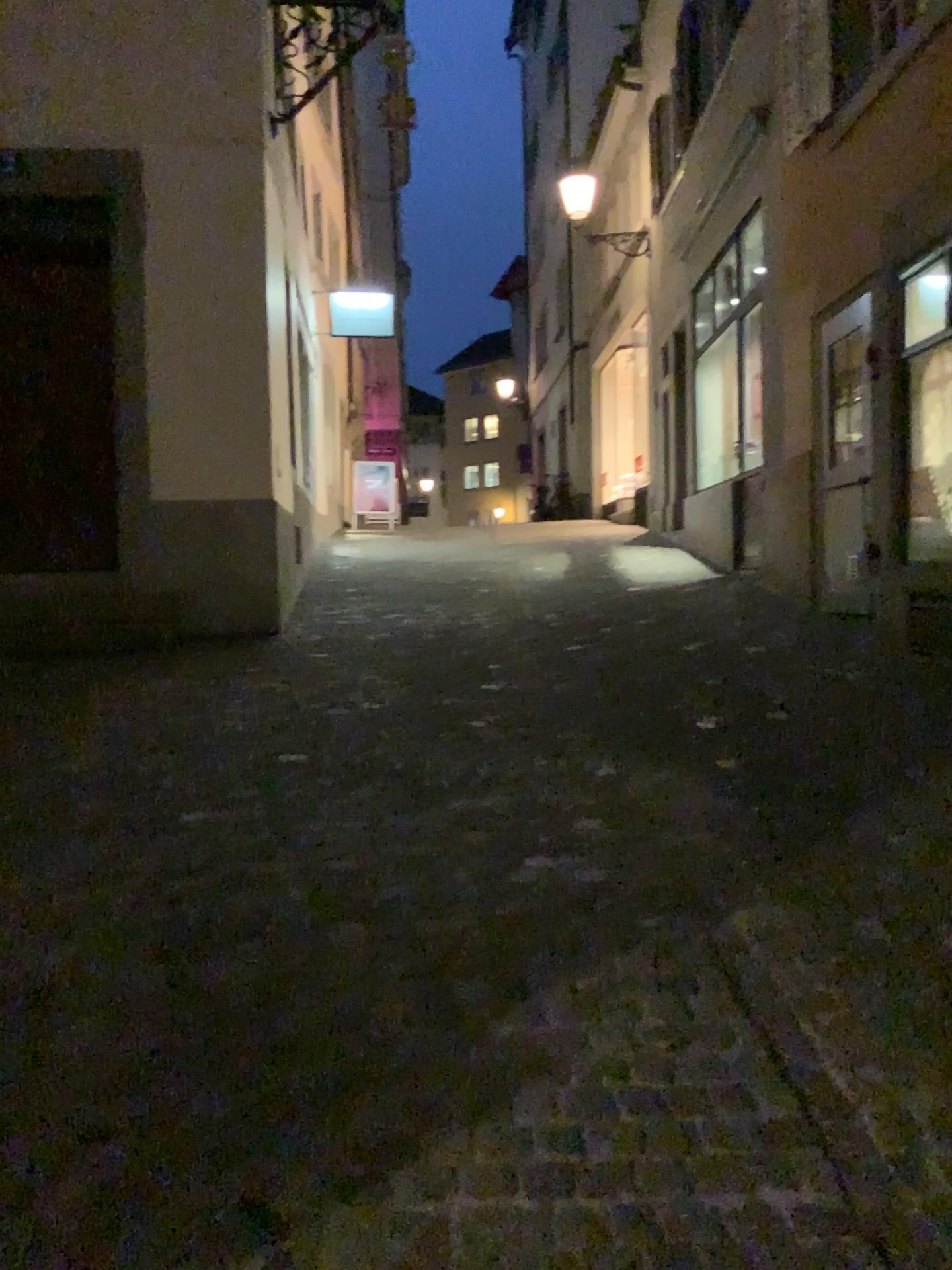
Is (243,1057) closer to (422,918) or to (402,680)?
(422,918)
